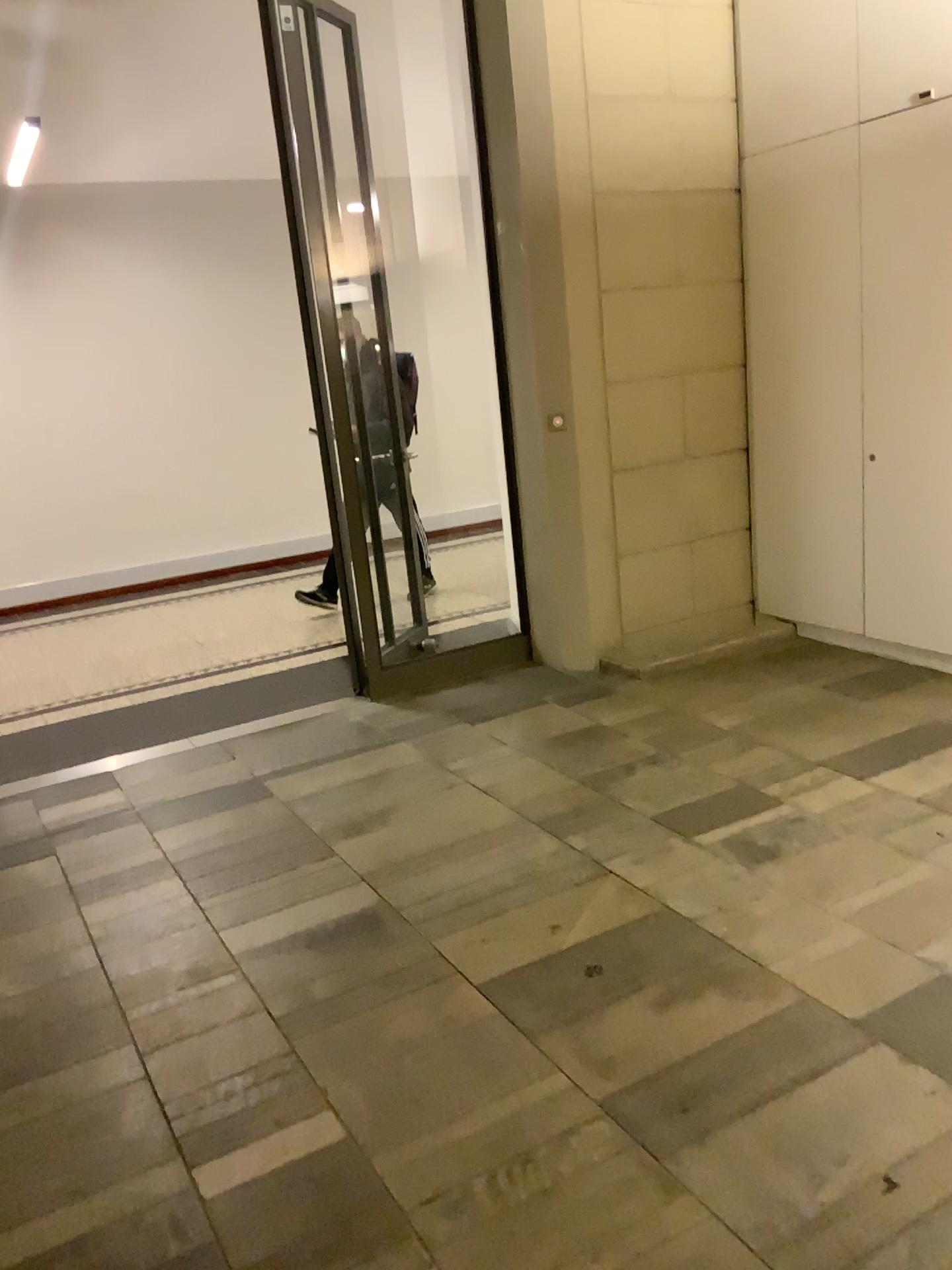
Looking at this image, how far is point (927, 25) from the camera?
3.9m

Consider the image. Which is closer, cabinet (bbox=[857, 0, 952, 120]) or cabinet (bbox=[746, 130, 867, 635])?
cabinet (bbox=[857, 0, 952, 120])

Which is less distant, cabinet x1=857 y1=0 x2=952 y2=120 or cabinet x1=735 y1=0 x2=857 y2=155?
cabinet x1=857 y1=0 x2=952 y2=120

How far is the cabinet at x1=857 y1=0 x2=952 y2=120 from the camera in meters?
3.9

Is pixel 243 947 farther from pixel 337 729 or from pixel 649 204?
pixel 649 204

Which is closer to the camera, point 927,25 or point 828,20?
point 927,25

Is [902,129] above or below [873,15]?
below

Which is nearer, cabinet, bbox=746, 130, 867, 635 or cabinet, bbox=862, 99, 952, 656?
cabinet, bbox=862, 99, 952, 656
